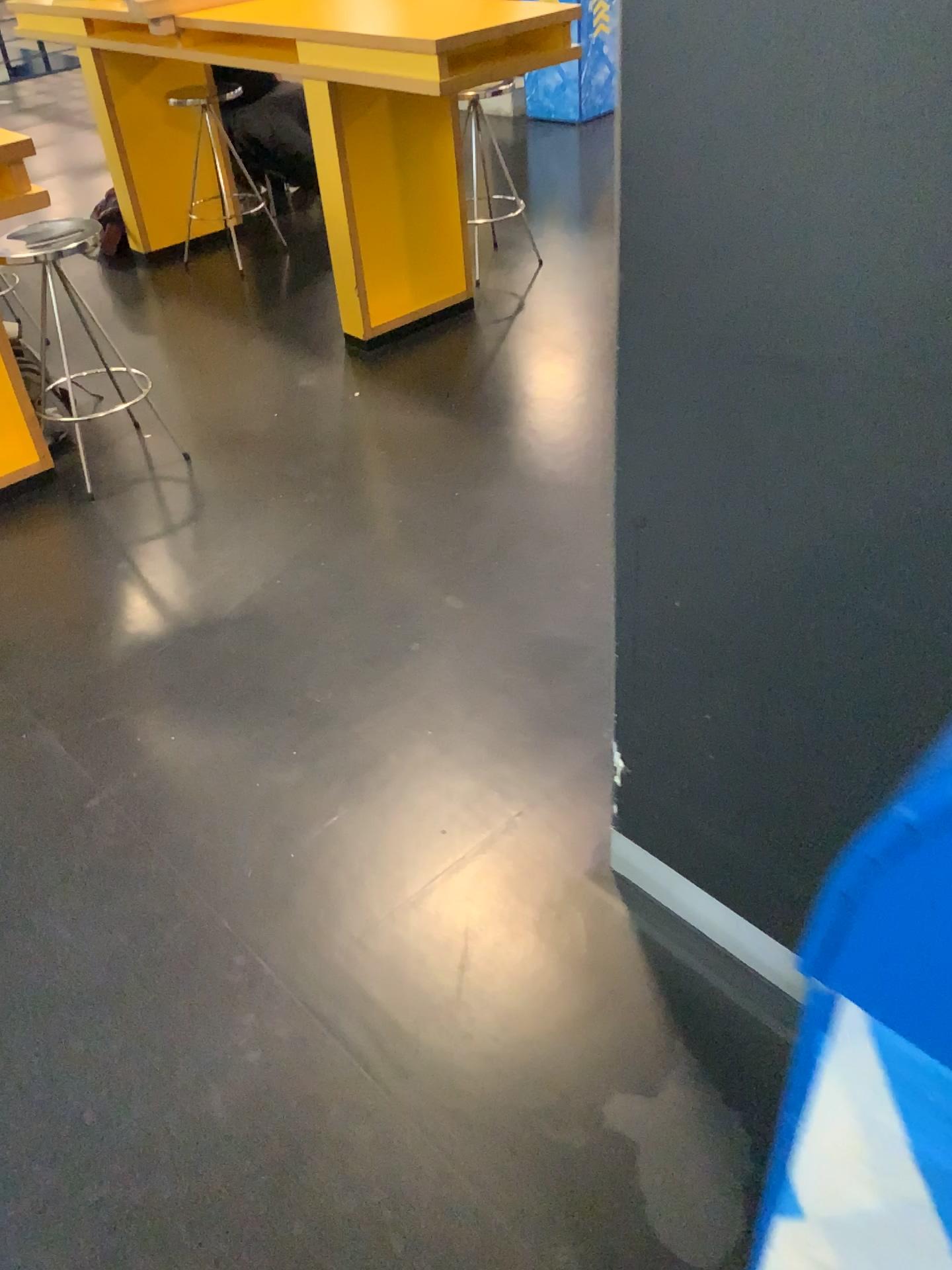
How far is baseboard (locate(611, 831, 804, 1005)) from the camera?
1.4m

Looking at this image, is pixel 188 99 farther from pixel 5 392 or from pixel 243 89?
pixel 5 392

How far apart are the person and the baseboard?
3.6m

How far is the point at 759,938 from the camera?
1.4m

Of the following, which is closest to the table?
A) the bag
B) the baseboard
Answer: the bag

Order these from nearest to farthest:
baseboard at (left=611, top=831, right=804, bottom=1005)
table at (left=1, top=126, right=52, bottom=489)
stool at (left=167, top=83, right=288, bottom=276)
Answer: baseboard at (left=611, top=831, right=804, bottom=1005)
table at (left=1, top=126, right=52, bottom=489)
stool at (left=167, top=83, right=288, bottom=276)

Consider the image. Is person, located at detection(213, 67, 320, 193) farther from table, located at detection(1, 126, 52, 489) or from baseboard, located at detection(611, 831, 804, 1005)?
baseboard, located at detection(611, 831, 804, 1005)

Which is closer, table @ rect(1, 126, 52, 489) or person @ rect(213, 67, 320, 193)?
table @ rect(1, 126, 52, 489)

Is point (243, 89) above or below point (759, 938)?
above

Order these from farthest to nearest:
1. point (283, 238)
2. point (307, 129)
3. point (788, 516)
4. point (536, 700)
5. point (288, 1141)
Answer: point (283, 238) < point (307, 129) < point (536, 700) < point (288, 1141) < point (788, 516)
